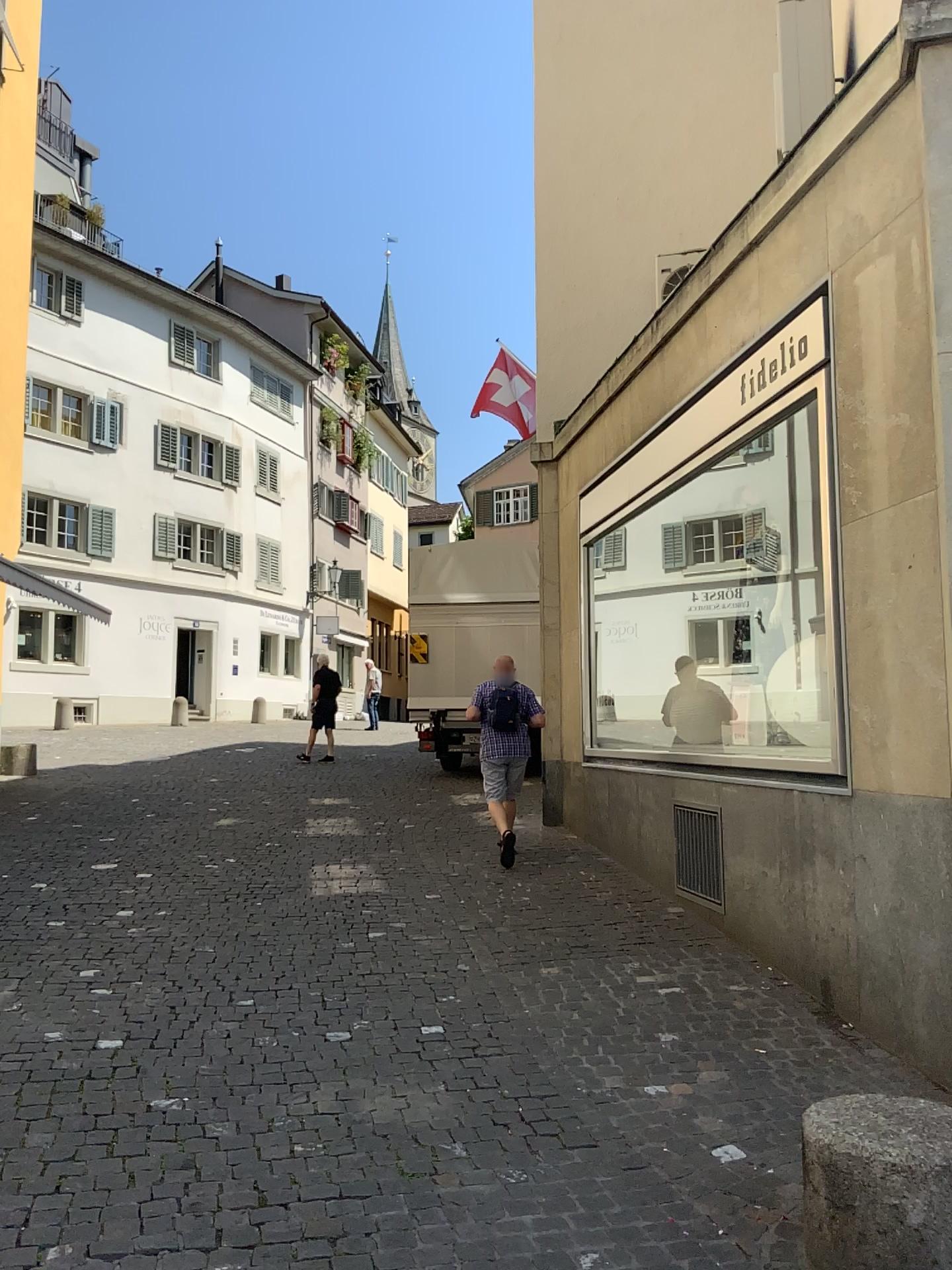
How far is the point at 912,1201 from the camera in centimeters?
264cm

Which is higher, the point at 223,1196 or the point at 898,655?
the point at 898,655

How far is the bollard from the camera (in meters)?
2.64
